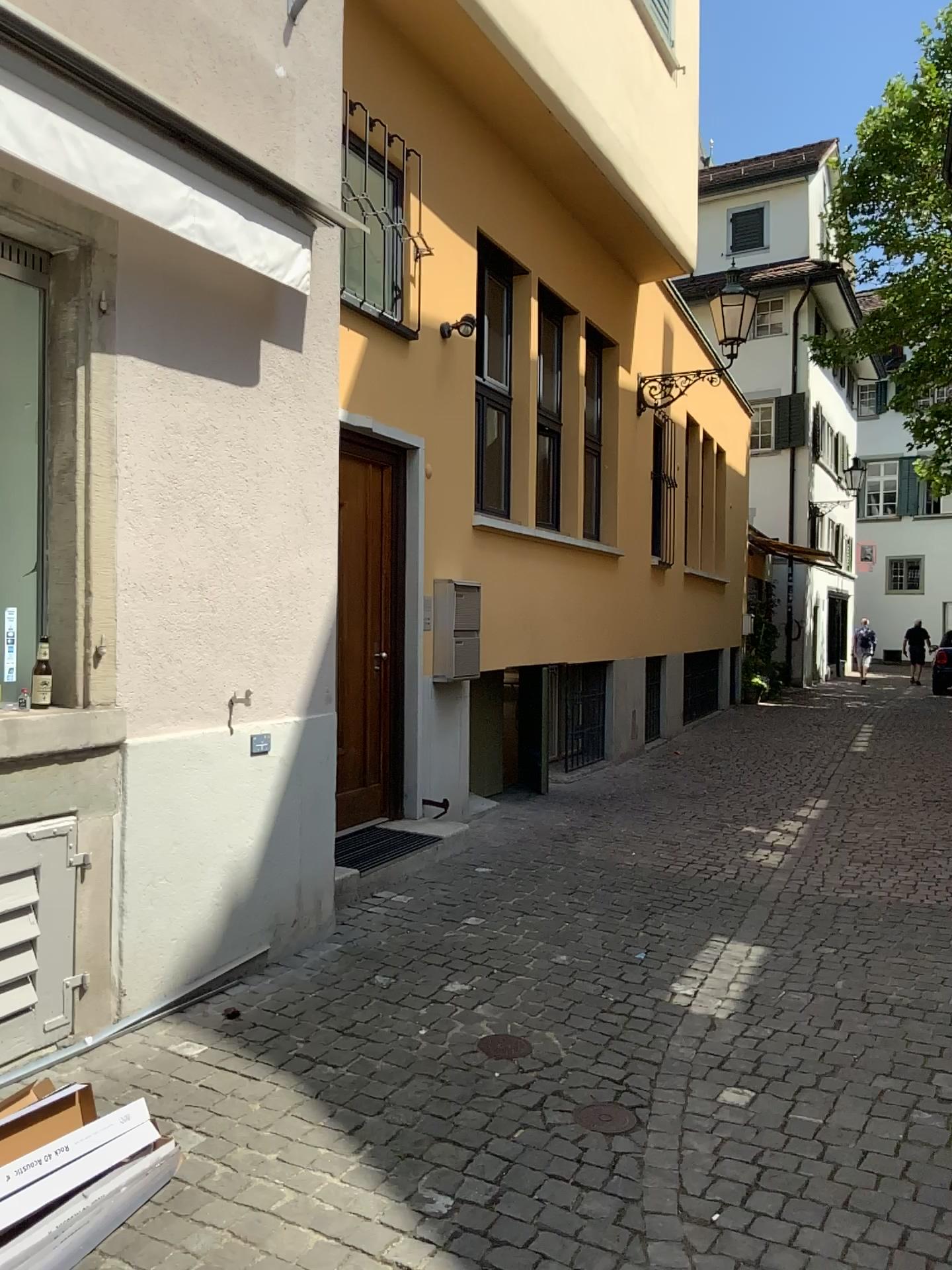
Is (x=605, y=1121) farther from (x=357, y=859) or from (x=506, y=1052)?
(x=357, y=859)

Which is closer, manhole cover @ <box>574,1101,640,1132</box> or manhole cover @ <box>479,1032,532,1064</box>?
manhole cover @ <box>574,1101,640,1132</box>

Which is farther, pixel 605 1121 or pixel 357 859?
pixel 357 859

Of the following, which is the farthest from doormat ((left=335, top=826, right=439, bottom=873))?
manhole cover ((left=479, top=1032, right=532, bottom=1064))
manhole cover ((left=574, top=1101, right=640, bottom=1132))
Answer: manhole cover ((left=574, top=1101, right=640, bottom=1132))

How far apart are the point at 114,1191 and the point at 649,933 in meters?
3.0 m

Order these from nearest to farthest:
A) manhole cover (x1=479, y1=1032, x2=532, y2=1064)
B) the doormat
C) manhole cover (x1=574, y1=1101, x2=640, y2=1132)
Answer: manhole cover (x1=574, y1=1101, x2=640, y2=1132) < manhole cover (x1=479, y1=1032, x2=532, y2=1064) < the doormat

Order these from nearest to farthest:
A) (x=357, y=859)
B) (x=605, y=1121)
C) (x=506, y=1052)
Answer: (x=605, y=1121), (x=506, y=1052), (x=357, y=859)

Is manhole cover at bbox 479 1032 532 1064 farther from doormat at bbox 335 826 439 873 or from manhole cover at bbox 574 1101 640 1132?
doormat at bbox 335 826 439 873

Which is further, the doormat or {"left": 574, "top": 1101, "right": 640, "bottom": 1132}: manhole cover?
the doormat
